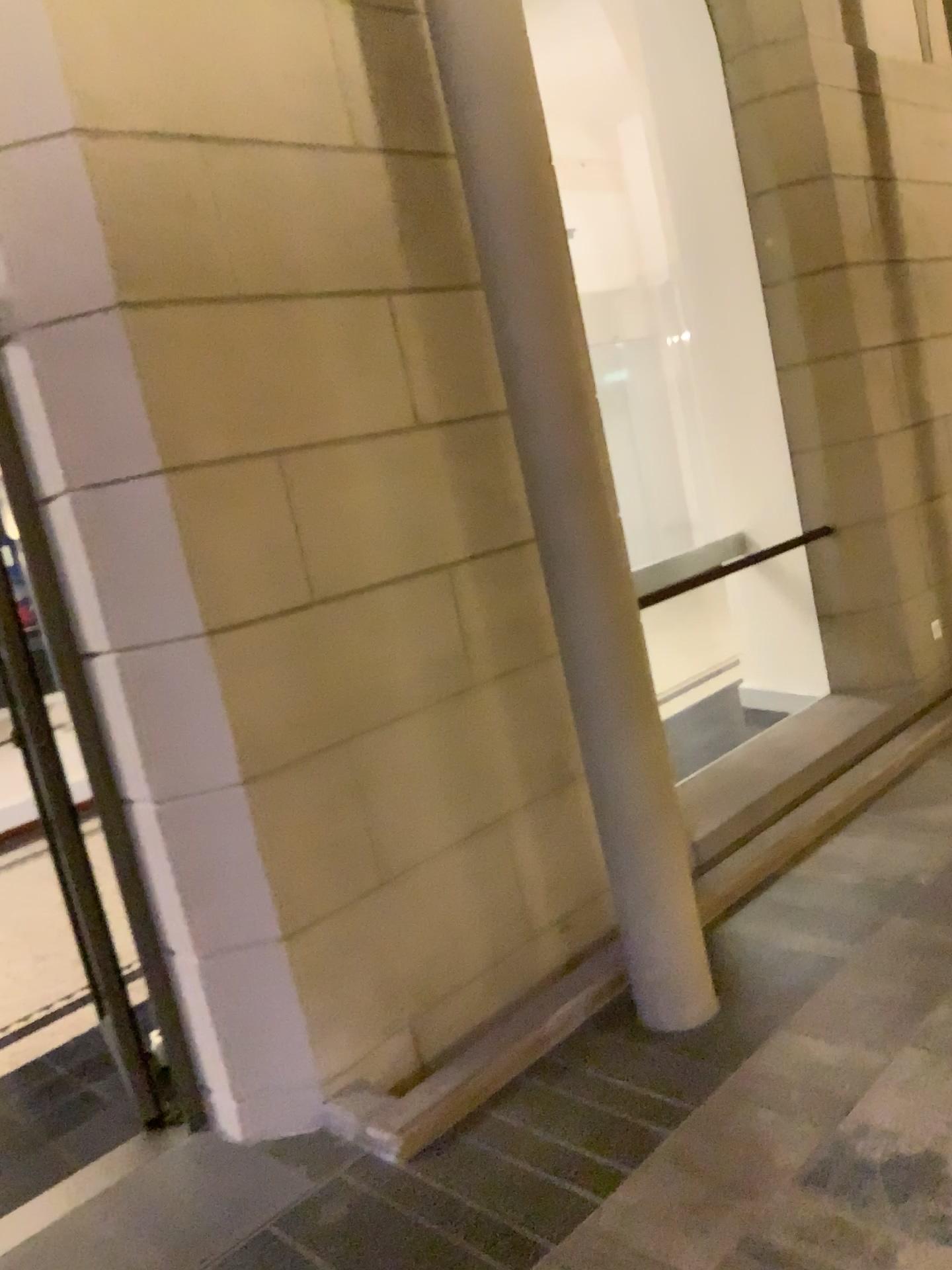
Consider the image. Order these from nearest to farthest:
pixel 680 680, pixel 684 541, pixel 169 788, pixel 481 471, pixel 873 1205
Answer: pixel 873 1205
pixel 169 788
pixel 481 471
pixel 680 680
pixel 684 541
